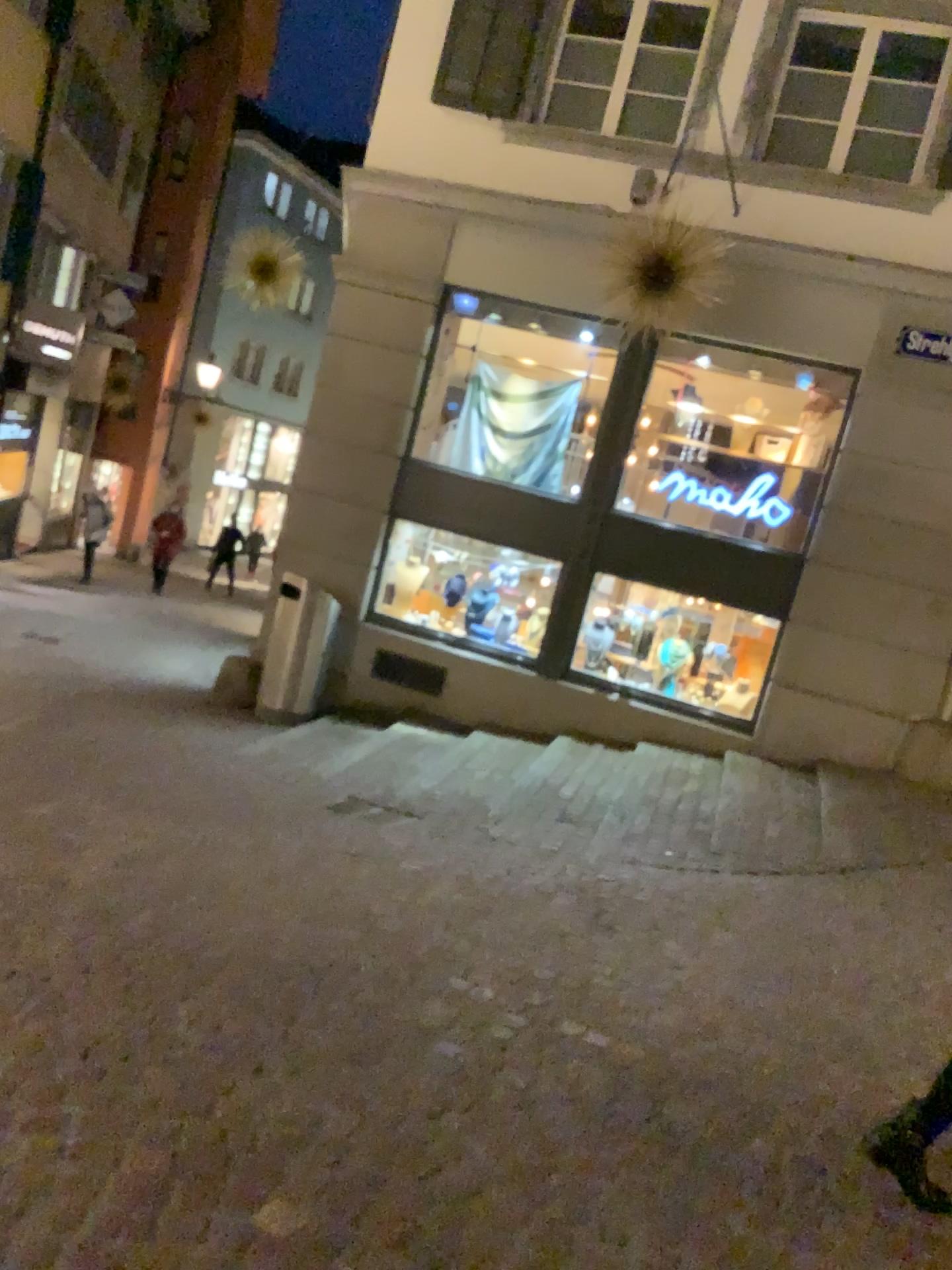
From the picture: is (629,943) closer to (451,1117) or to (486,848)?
(486,848)
